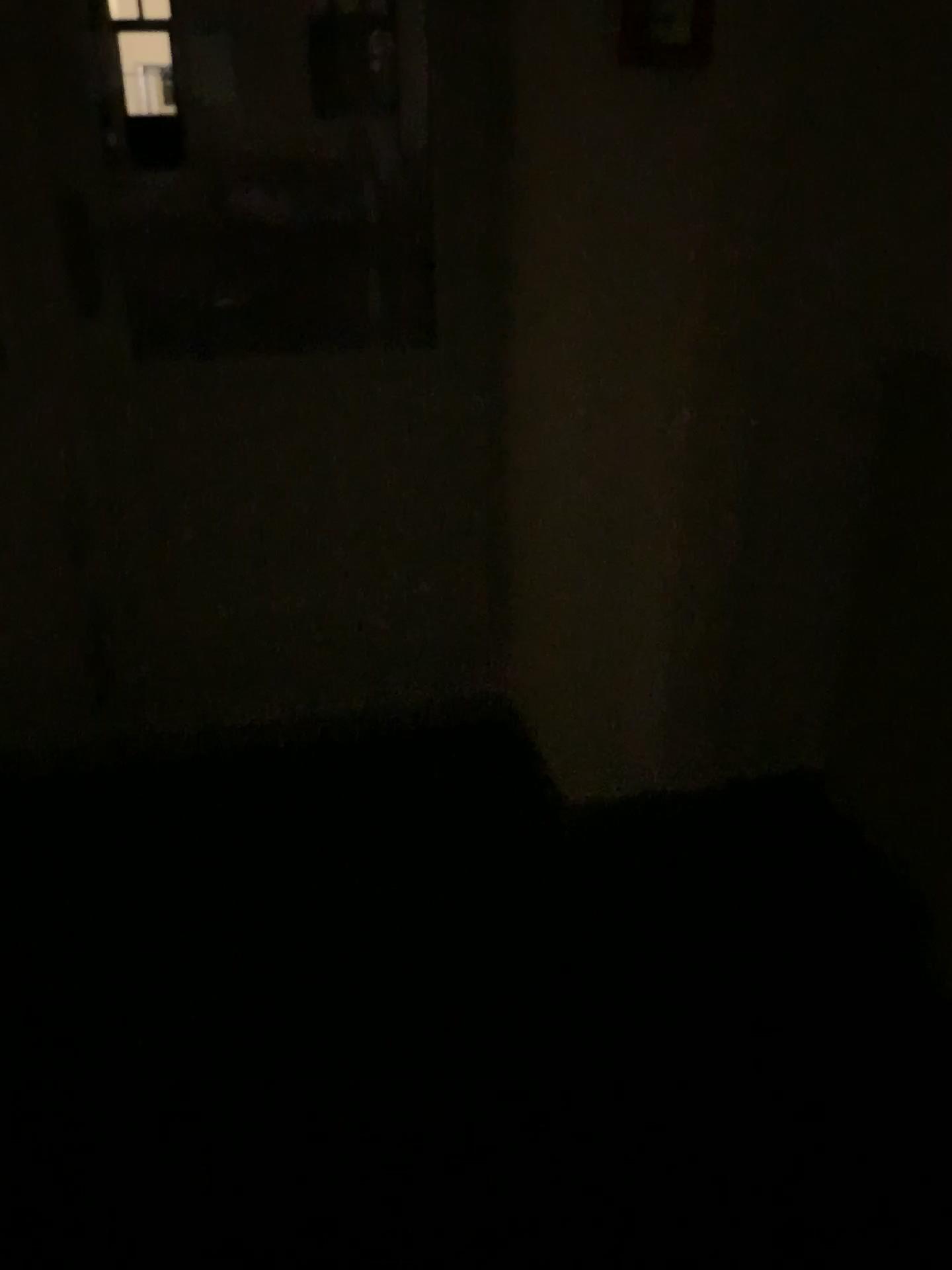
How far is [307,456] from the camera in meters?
2.3 m

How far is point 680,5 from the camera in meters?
1.6

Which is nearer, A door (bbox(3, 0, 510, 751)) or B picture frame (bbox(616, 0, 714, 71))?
B picture frame (bbox(616, 0, 714, 71))

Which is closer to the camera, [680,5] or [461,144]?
[680,5]

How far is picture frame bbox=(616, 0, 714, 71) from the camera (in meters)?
1.62
